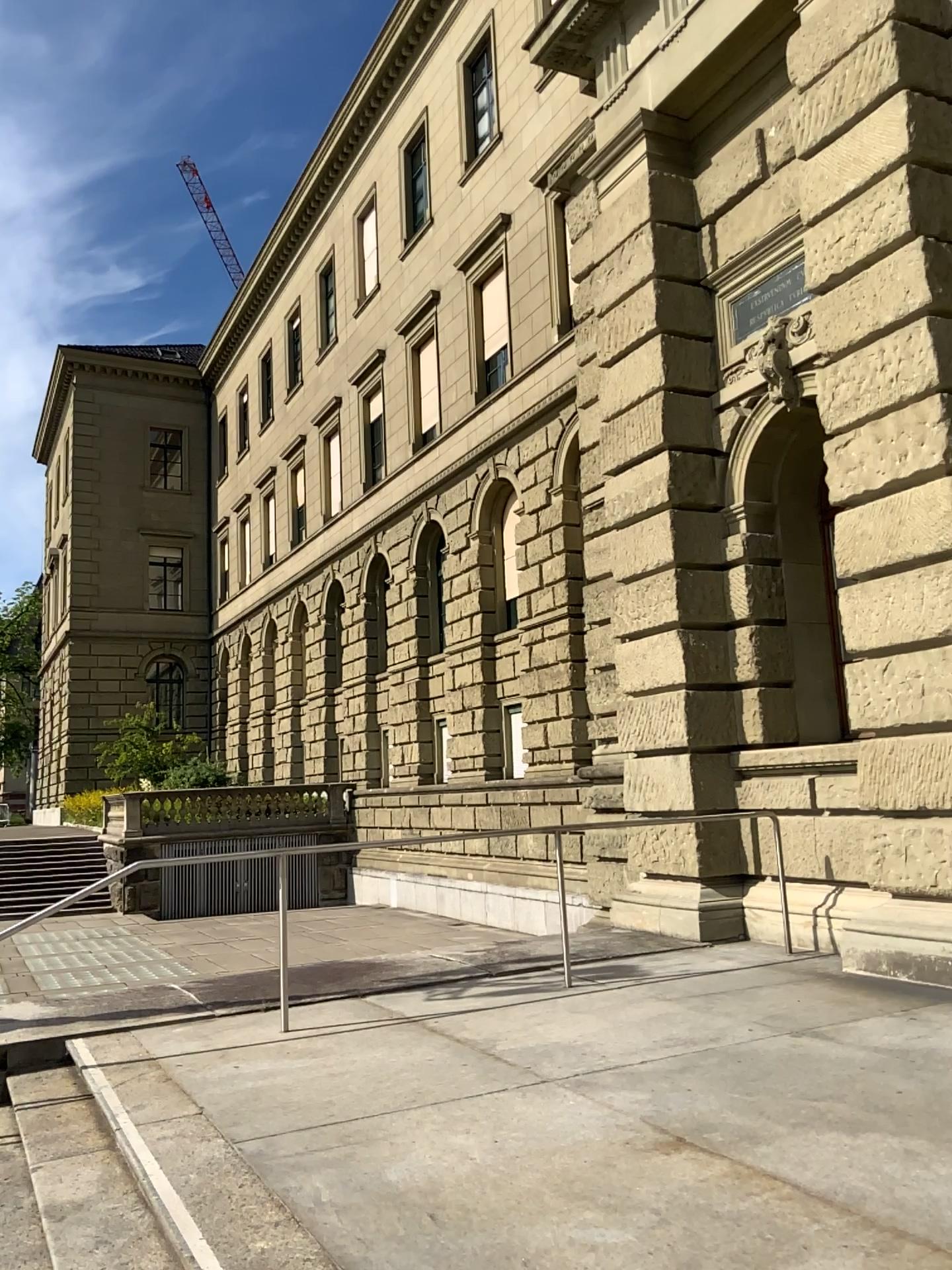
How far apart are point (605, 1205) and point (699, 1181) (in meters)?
0.34
